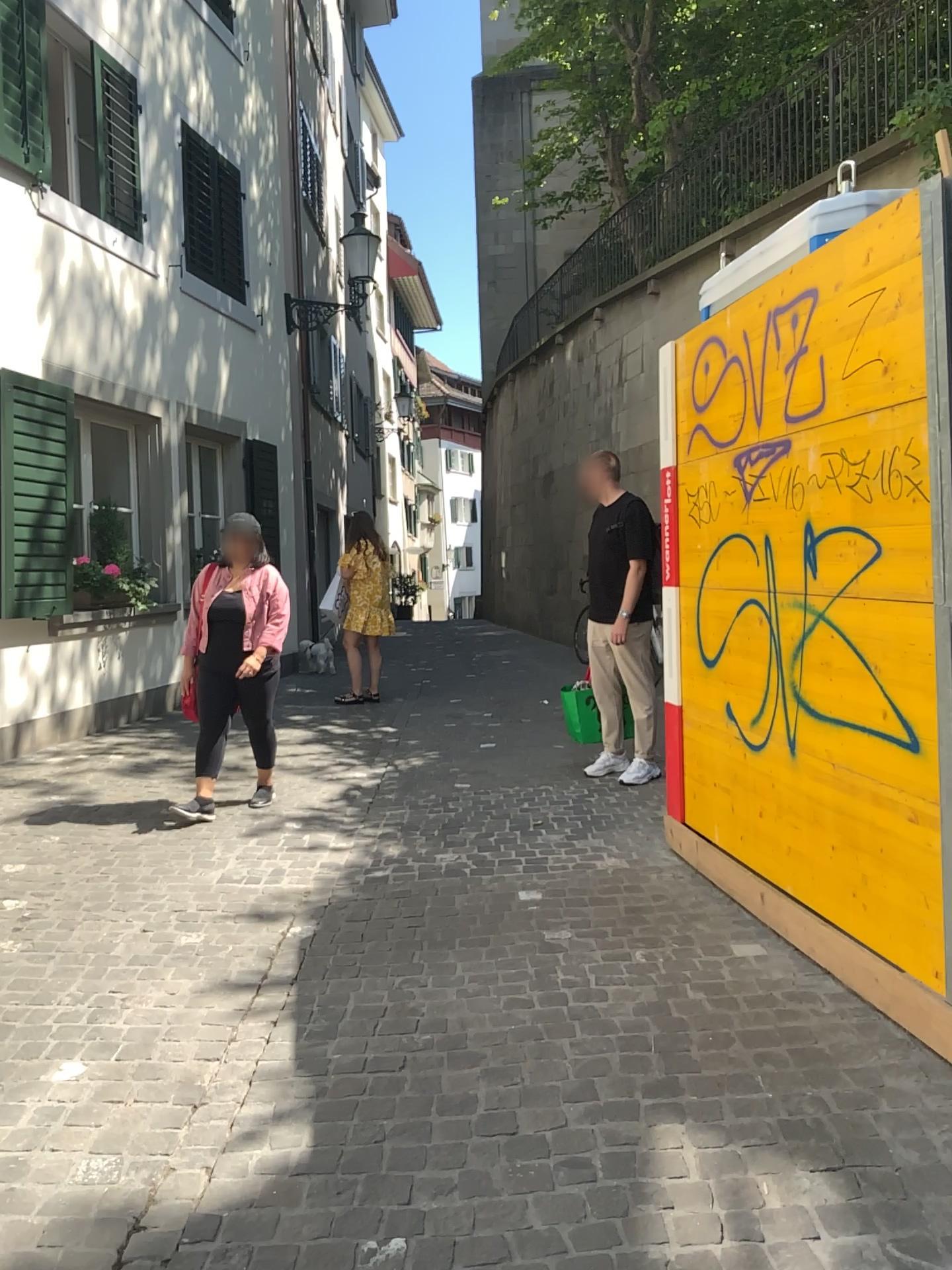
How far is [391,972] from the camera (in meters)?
3.40
